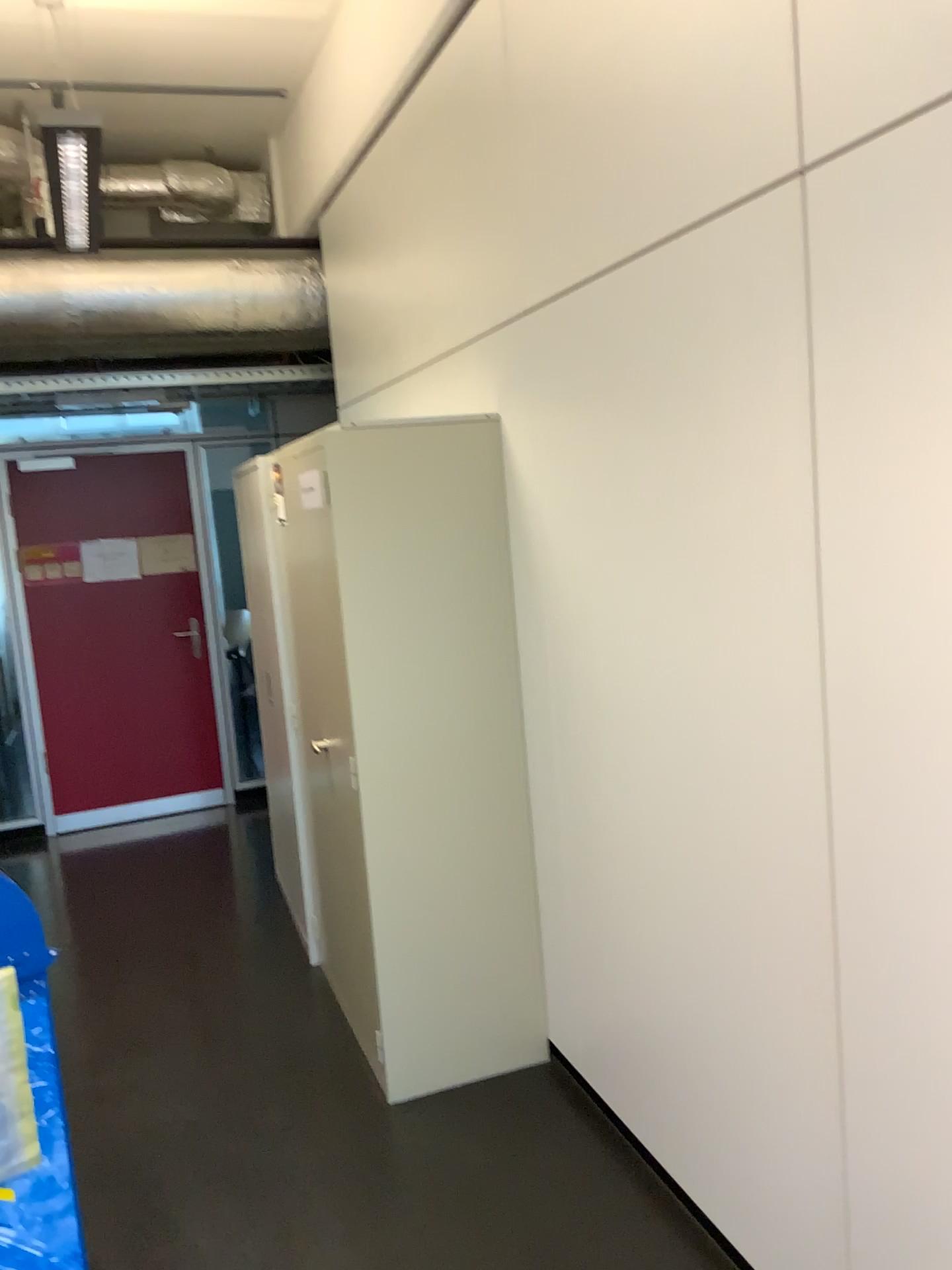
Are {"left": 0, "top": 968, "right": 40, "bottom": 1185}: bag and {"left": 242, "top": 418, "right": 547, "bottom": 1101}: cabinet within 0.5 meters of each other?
no

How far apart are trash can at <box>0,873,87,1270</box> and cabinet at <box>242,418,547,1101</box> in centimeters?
96cm

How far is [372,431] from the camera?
2.9m

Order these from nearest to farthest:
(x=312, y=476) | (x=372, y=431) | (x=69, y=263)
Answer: (x=372, y=431) → (x=312, y=476) → (x=69, y=263)

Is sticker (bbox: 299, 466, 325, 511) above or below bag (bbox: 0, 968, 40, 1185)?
above

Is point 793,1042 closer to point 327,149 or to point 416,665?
point 416,665

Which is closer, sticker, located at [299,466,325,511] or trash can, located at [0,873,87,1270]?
trash can, located at [0,873,87,1270]

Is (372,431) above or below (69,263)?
below

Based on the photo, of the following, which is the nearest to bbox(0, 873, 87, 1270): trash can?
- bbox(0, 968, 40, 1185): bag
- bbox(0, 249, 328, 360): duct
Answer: bbox(0, 968, 40, 1185): bag

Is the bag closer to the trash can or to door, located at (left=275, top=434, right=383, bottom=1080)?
the trash can
